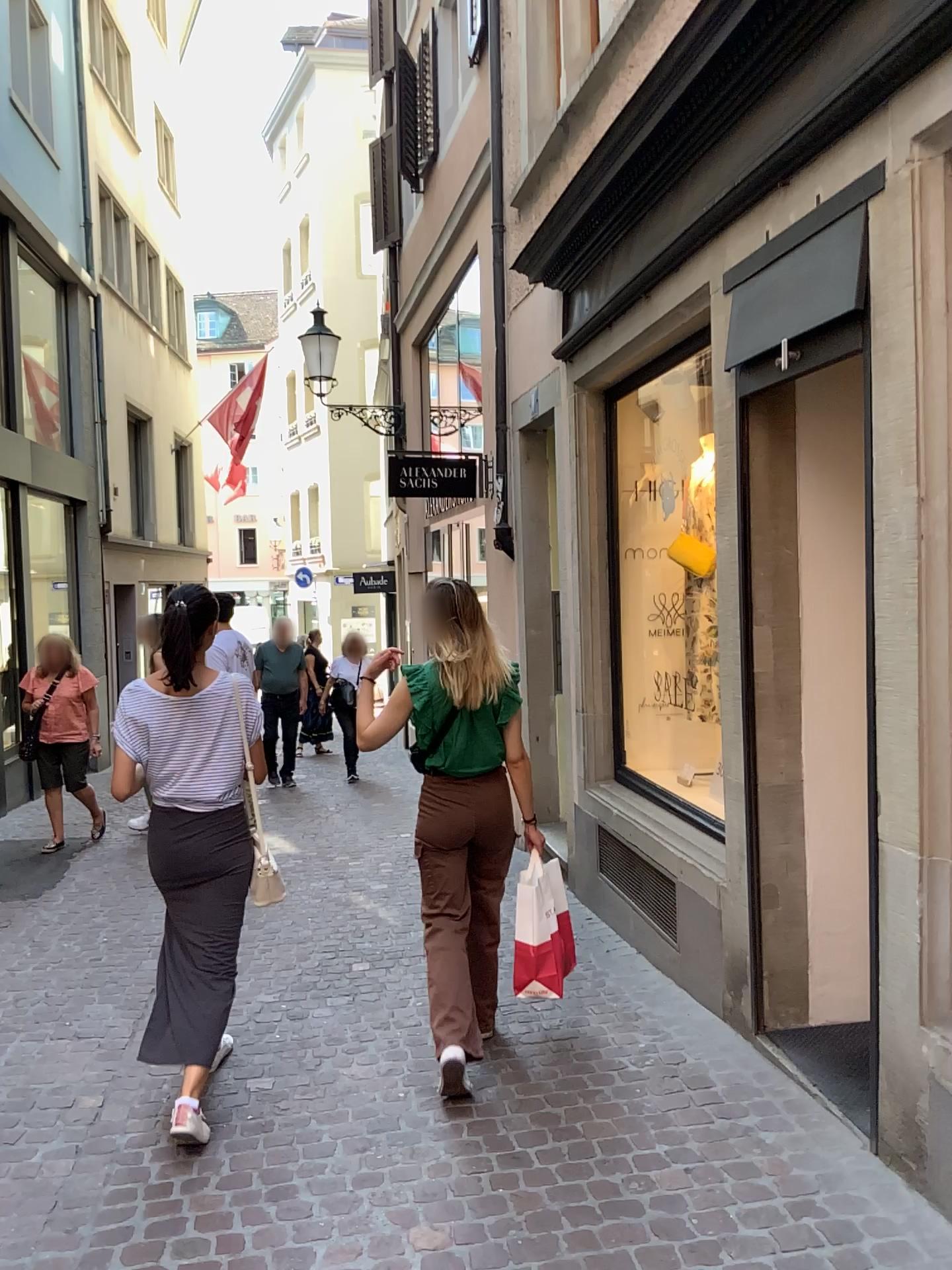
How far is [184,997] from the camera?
3.2 meters

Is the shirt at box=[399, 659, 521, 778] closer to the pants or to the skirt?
the pants

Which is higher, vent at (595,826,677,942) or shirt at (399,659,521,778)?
shirt at (399,659,521,778)

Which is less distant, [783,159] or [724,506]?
[783,159]

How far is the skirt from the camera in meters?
3.2

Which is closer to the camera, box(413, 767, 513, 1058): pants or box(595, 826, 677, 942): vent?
box(413, 767, 513, 1058): pants

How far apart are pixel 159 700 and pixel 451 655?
0.92m

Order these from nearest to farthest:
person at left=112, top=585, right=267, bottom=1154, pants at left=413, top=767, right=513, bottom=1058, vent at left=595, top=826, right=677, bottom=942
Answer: person at left=112, top=585, right=267, bottom=1154 < pants at left=413, top=767, right=513, bottom=1058 < vent at left=595, top=826, right=677, bottom=942

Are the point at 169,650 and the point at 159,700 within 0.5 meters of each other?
yes

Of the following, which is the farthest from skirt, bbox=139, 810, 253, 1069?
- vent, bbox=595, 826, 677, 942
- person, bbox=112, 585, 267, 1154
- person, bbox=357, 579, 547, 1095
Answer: vent, bbox=595, 826, 677, 942
